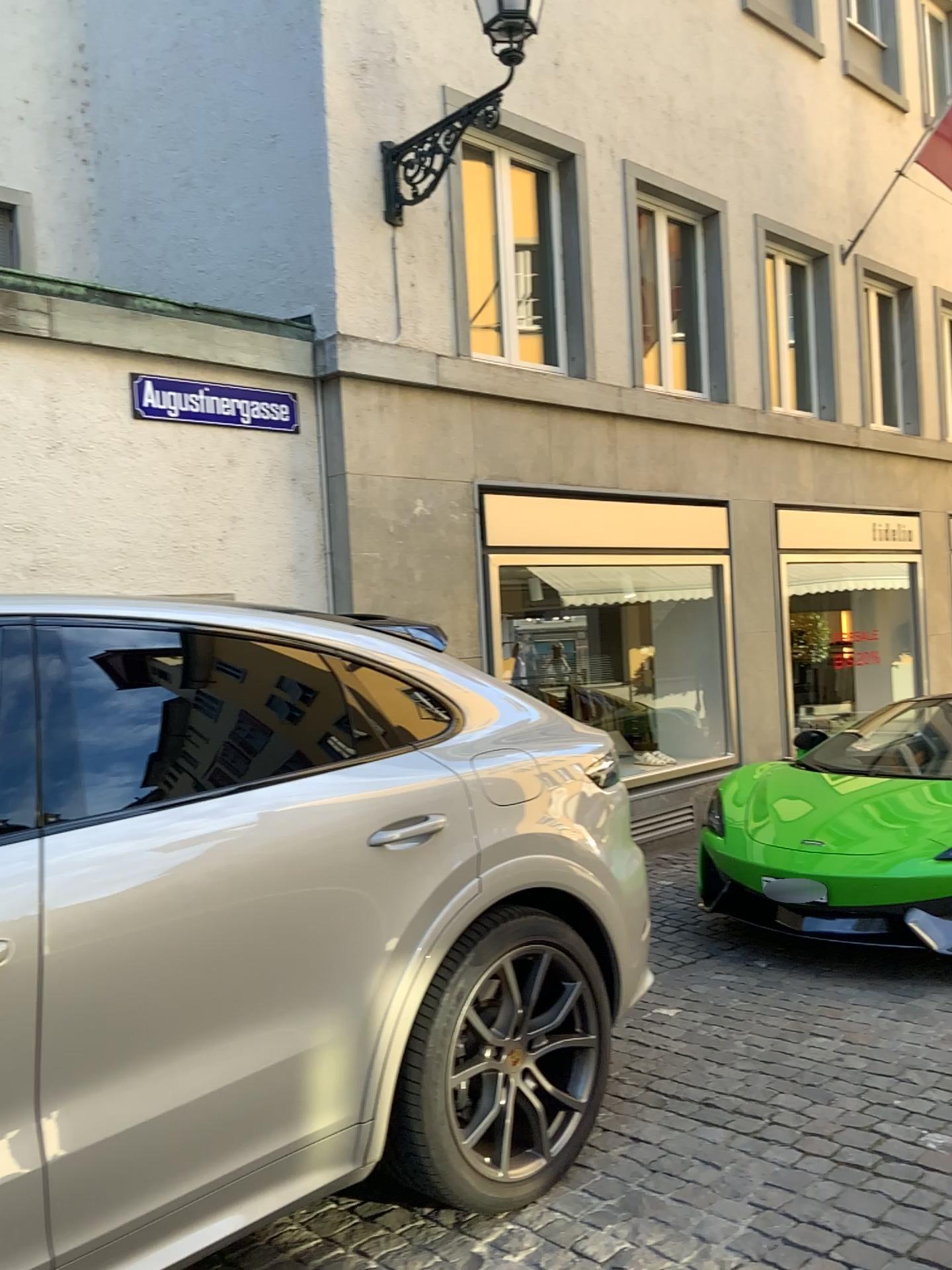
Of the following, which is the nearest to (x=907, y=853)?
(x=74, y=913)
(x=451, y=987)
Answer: (x=451, y=987)

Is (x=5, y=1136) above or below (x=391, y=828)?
below

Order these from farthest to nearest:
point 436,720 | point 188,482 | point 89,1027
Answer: point 188,482, point 436,720, point 89,1027

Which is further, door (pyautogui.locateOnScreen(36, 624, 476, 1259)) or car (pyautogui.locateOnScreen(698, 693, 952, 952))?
car (pyautogui.locateOnScreen(698, 693, 952, 952))

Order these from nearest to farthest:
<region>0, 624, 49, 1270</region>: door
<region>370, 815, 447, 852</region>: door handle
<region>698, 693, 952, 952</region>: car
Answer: <region>0, 624, 49, 1270</region>: door, <region>370, 815, 447, 852</region>: door handle, <region>698, 693, 952, 952</region>: car

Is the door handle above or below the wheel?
above

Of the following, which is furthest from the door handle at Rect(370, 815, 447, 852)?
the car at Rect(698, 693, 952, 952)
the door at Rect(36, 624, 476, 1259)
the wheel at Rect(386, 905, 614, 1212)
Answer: the car at Rect(698, 693, 952, 952)

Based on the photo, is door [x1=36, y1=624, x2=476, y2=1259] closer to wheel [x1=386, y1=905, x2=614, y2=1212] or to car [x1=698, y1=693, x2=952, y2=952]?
wheel [x1=386, y1=905, x2=614, y2=1212]

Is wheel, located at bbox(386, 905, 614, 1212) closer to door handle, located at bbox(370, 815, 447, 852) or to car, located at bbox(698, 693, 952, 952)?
door handle, located at bbox(370, 815, 447, 852)

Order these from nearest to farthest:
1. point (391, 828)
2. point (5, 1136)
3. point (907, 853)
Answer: point (5, 1136)
point (391, 828)
point (907, 853)
